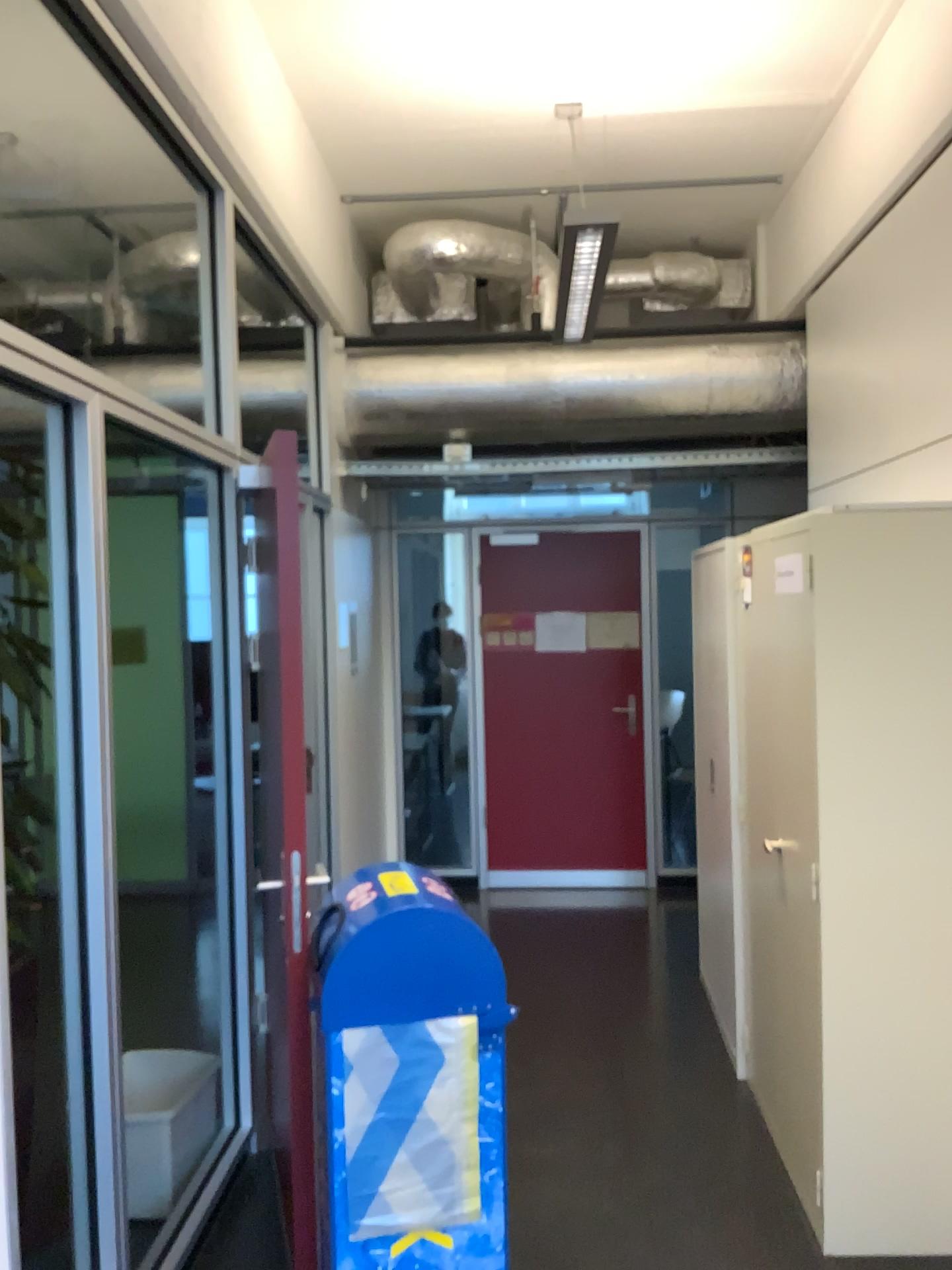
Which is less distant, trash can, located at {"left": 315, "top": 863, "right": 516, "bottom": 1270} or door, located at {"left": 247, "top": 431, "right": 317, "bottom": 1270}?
trash can, located at {"left": 315, "top": 863, "right": 516, "bottom": 1270}

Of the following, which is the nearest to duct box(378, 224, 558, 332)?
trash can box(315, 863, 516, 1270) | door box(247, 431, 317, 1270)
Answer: door box(247, 431, 317, 1270)

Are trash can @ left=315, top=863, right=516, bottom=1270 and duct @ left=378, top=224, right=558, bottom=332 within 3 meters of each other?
no

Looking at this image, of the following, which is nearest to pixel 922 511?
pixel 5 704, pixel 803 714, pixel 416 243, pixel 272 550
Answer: pixel 803 714

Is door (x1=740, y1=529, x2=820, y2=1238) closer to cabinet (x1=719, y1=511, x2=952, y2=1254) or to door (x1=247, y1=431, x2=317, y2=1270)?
cabinet (x1=719, y1=511, x2=952, y2=1254)

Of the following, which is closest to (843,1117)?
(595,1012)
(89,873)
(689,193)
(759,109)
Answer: (595,1012)

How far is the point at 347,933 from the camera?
2.1 meters

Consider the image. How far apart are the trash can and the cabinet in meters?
1.0 m

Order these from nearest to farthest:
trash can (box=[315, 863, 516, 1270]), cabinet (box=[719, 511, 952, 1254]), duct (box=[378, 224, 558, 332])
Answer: trash can (box=[315, 863, 516, 1270]) < cabinet (box=[719, 511, 952, 1254]) < duct (box=[378, 224, 558, 332])

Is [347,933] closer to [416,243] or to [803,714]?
[803,714]
